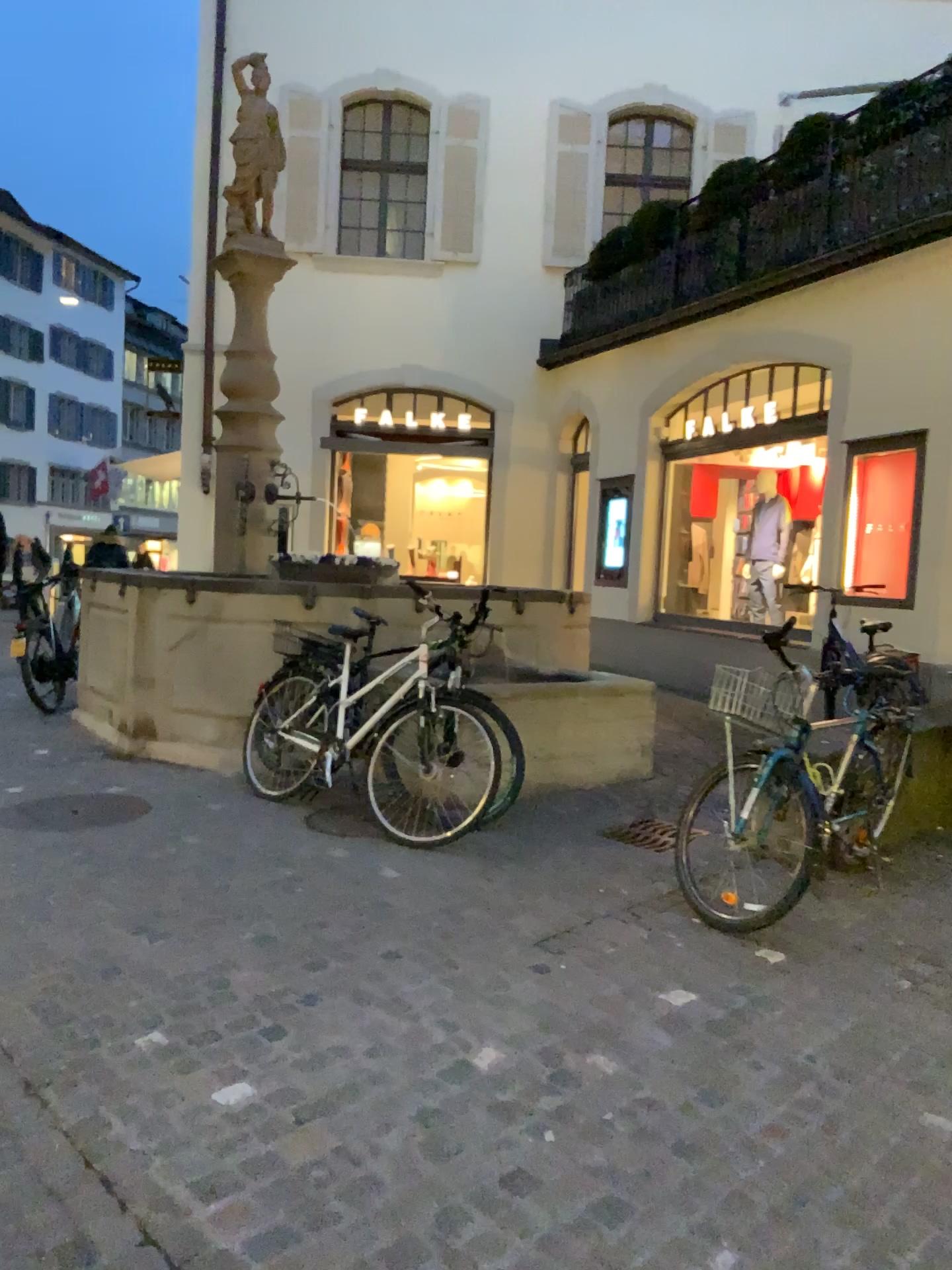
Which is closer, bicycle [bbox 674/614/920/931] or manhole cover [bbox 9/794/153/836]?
bicycle [bbox 674/614/920/931]

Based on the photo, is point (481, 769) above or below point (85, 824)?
→ above

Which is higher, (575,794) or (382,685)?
(382,685)

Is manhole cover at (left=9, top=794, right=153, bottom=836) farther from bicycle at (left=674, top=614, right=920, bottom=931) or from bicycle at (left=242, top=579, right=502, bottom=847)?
bicycle at (left=674, top=614, right=920, bottom=931)

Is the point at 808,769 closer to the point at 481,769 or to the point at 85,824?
the point at 481,769

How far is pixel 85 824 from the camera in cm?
476

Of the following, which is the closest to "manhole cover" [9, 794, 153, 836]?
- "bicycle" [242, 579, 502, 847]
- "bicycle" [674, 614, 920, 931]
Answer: "bicycle" [242, 579, 502, 847]

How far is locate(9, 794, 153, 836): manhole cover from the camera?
4.8m
